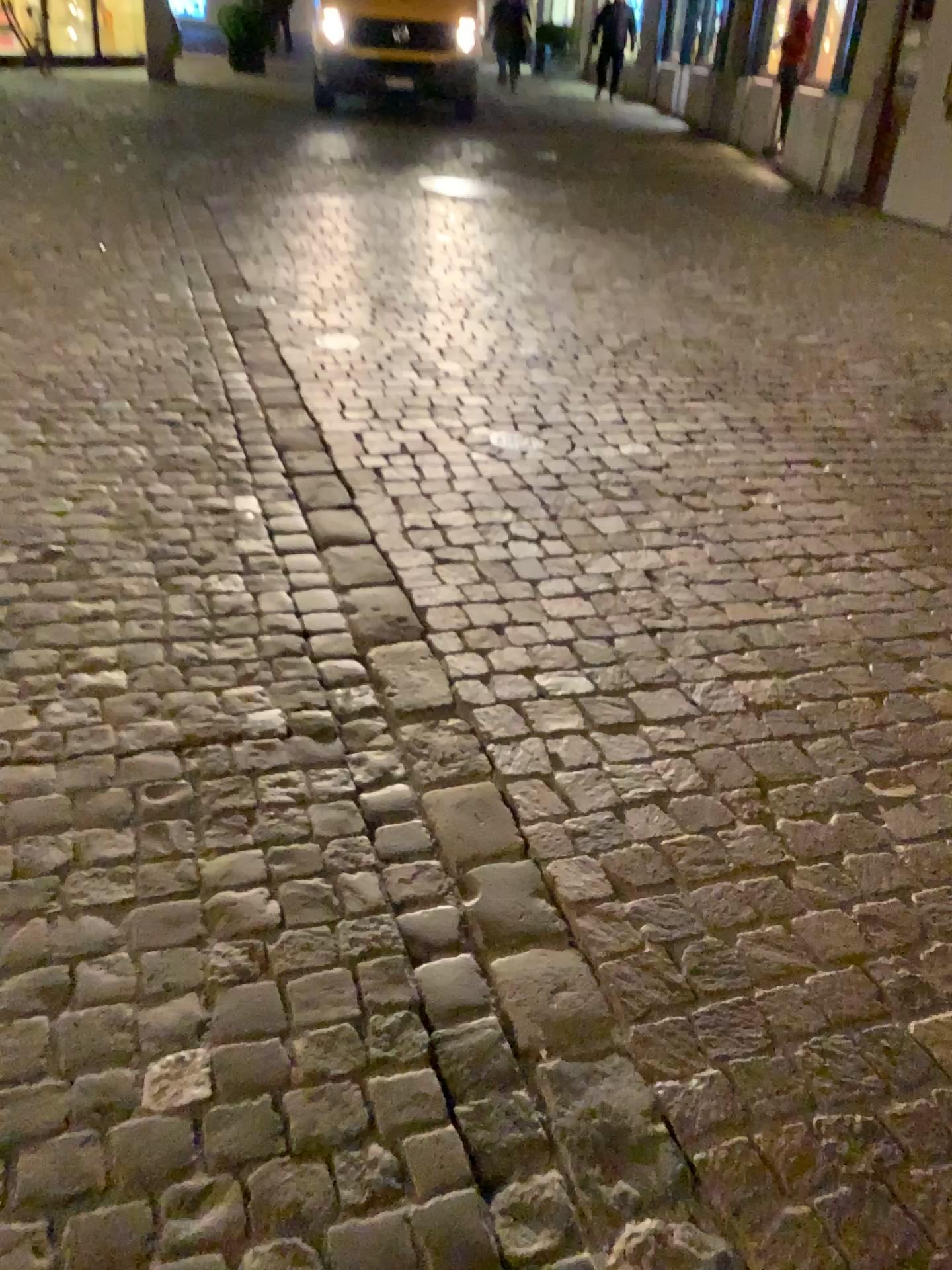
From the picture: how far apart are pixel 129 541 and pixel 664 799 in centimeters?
148cm
